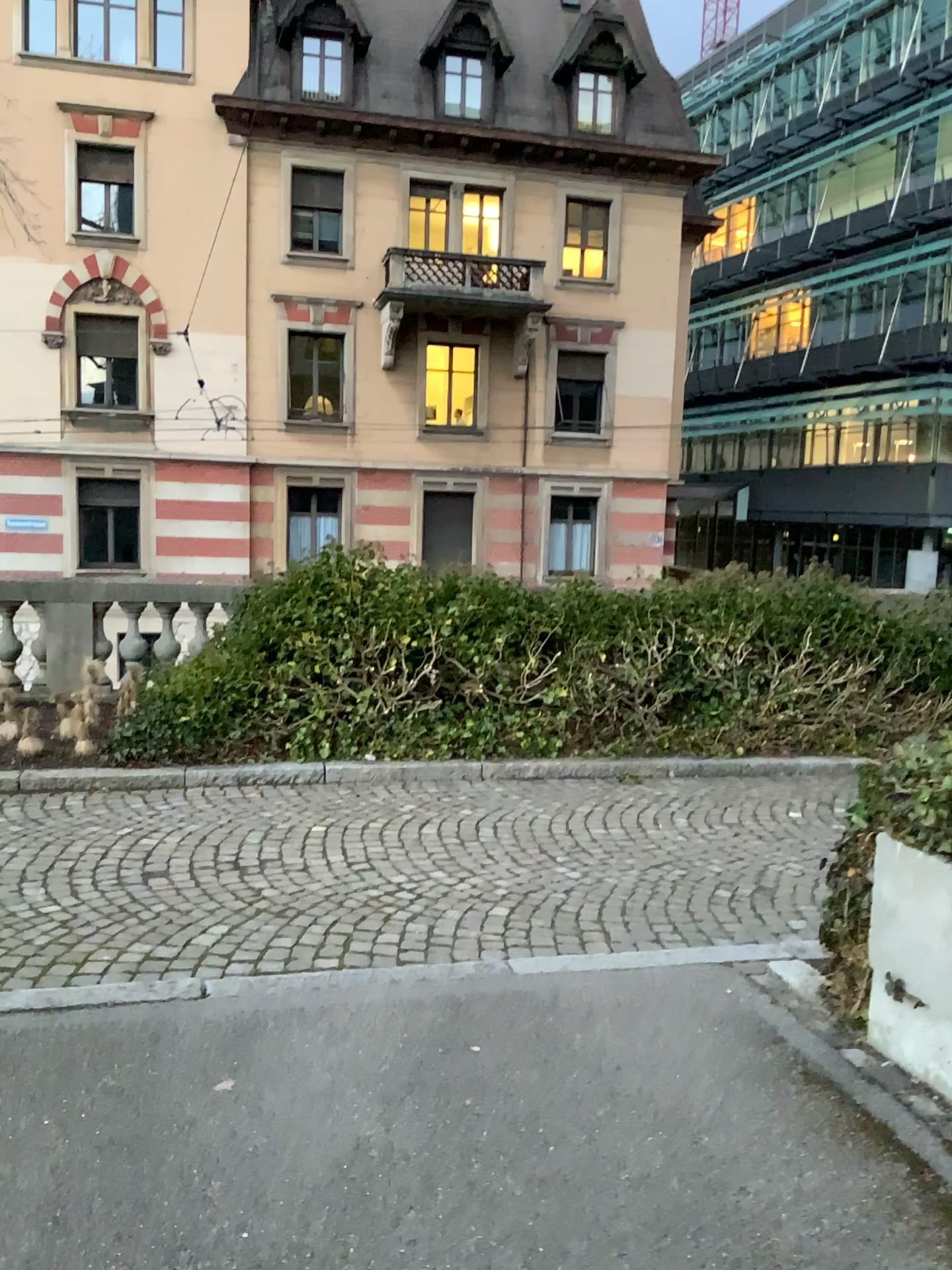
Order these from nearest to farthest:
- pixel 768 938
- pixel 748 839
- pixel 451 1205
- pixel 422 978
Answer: pixel 451 1205 → pixel 422 978 → pixel 768 938 → pixel 748 839

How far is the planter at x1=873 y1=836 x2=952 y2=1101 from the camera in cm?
294

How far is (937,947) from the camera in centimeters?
294cm
